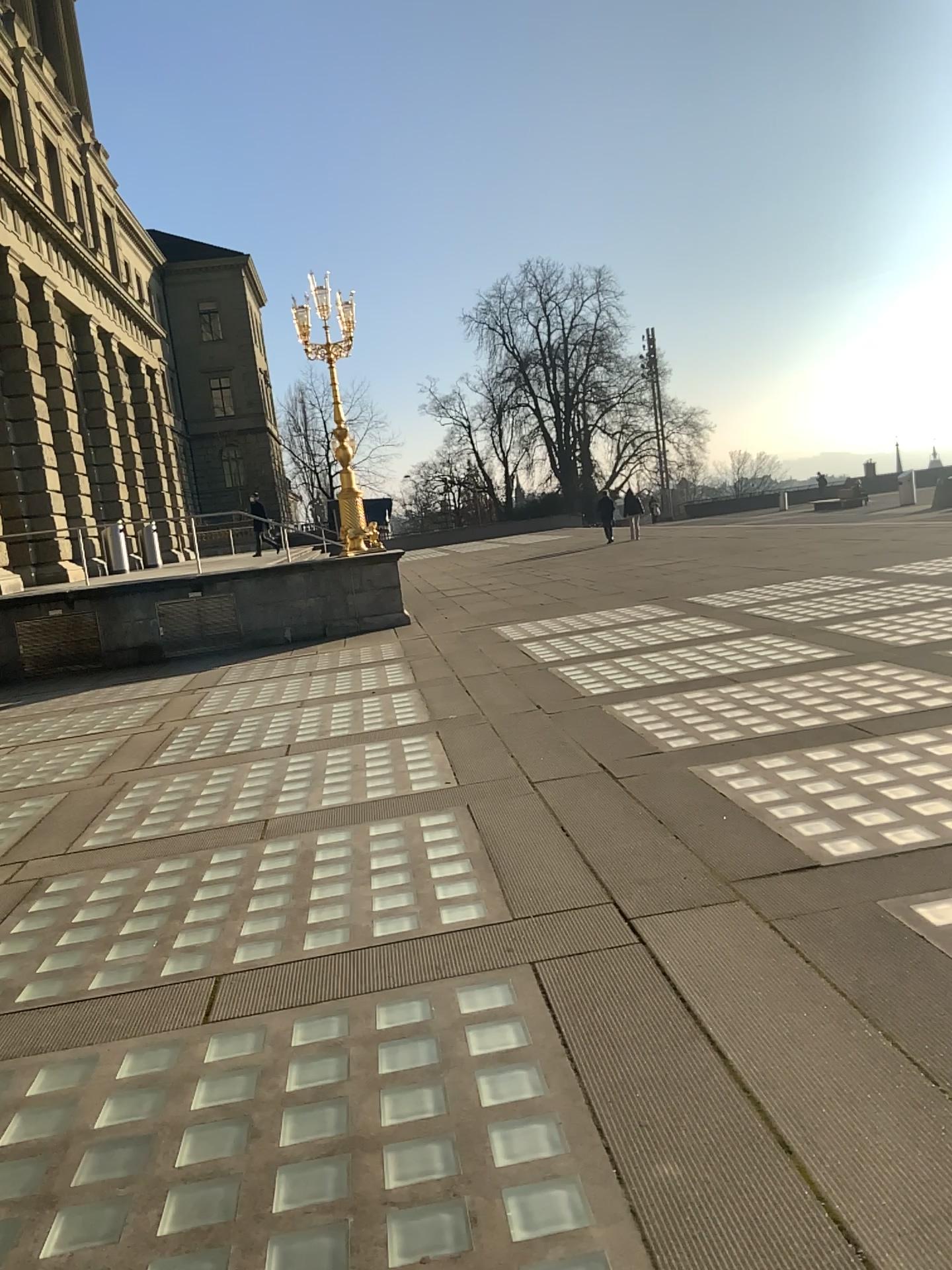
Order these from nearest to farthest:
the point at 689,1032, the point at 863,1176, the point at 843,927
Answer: the point at 863,1176
the point at 689,1032
the point at 843,927
